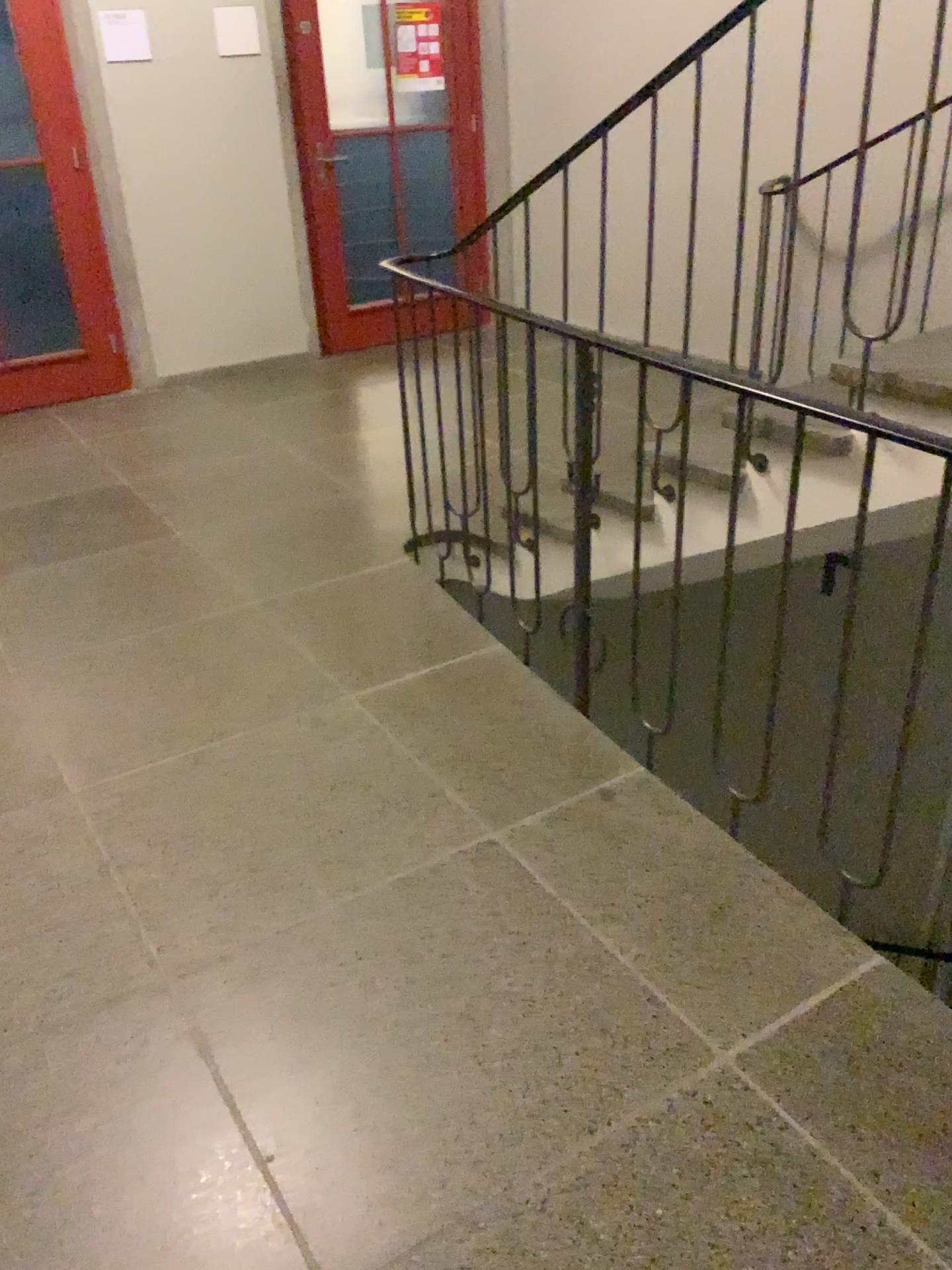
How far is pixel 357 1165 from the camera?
1.53m
